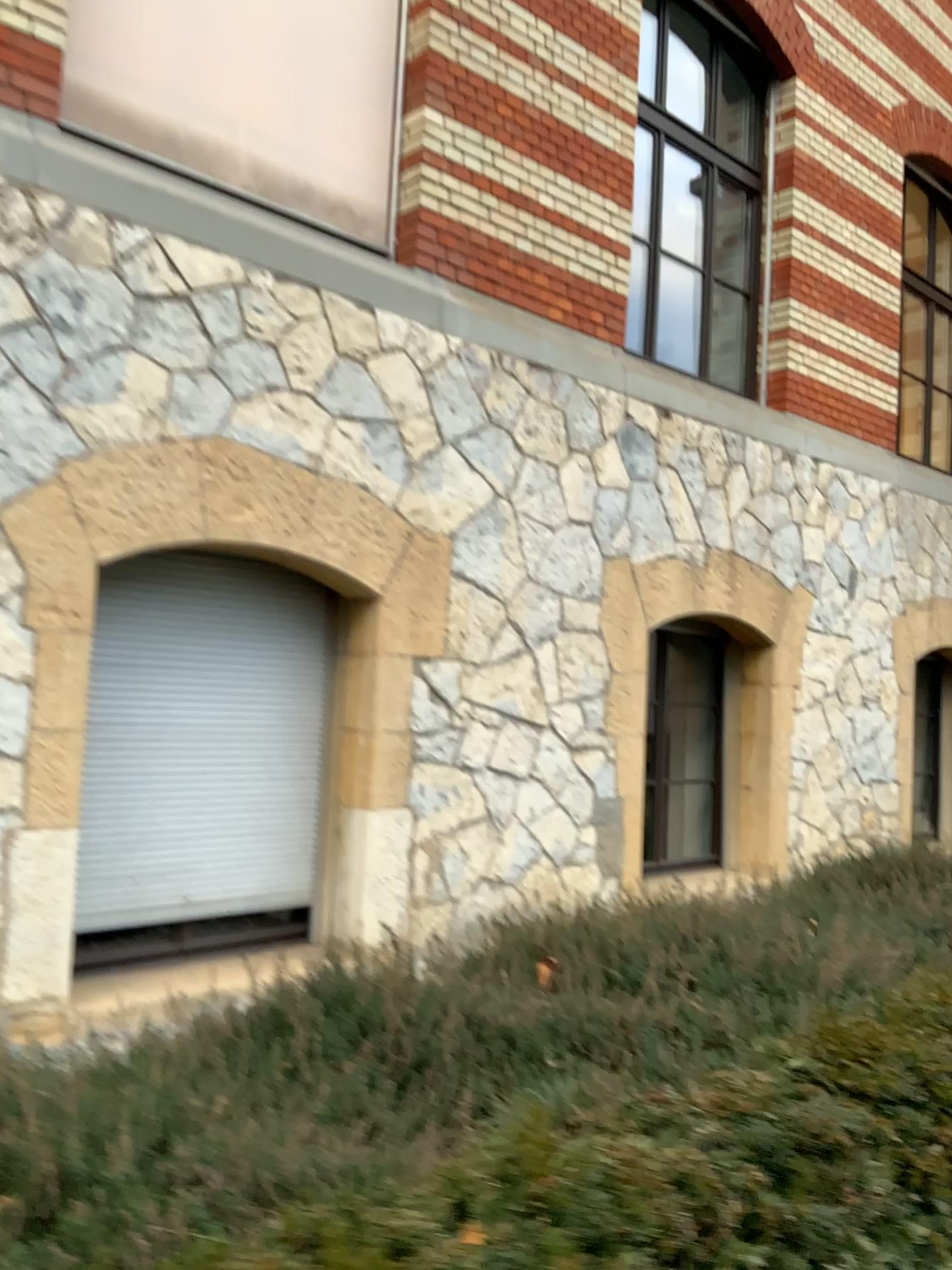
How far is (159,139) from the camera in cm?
434
